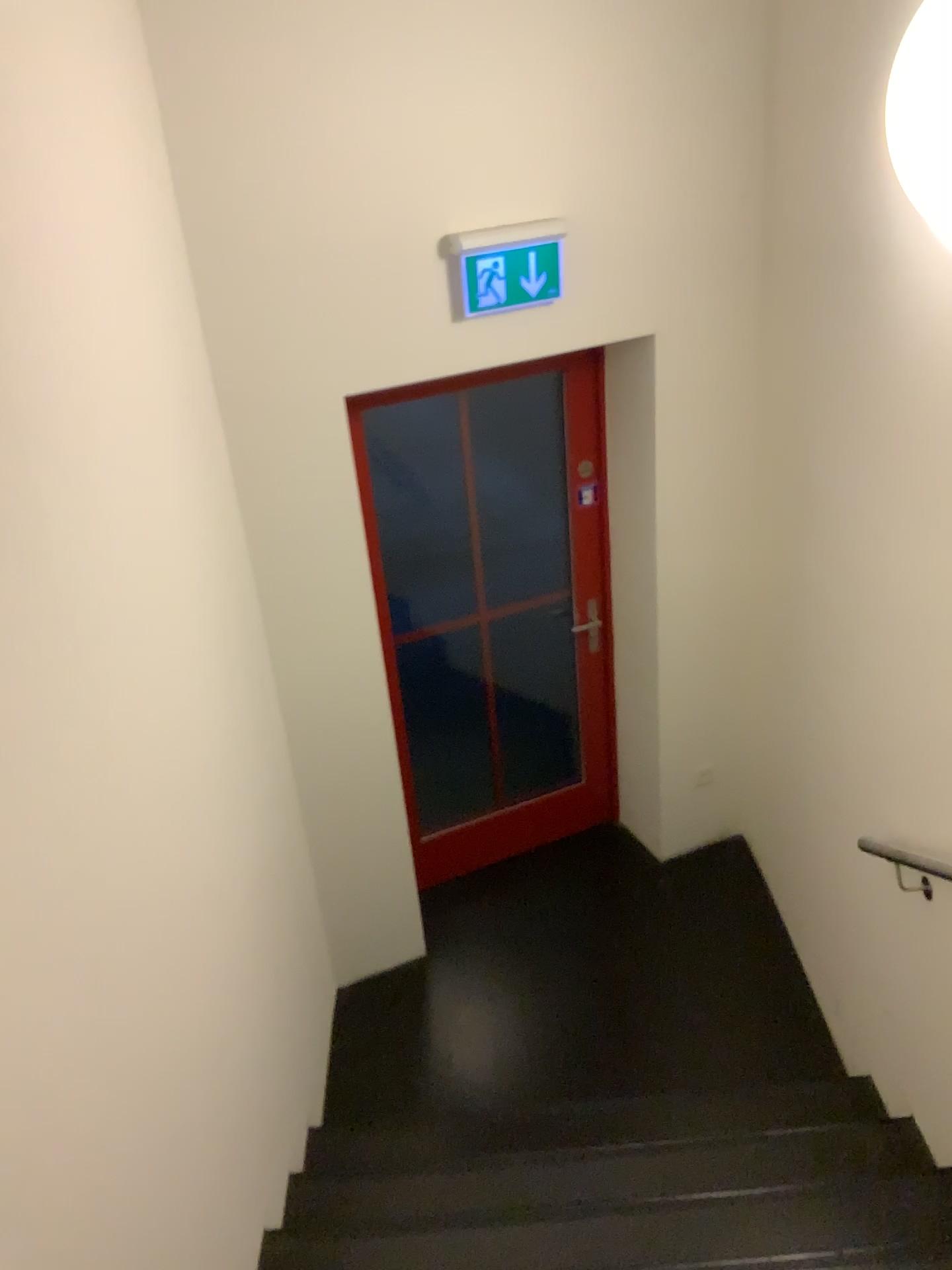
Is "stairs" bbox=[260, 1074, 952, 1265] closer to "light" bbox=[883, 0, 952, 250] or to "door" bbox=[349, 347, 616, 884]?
"door" bbox=[349, 347, 616, 884]

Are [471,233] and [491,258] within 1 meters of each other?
yes

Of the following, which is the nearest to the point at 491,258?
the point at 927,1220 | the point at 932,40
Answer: the point at 932,40

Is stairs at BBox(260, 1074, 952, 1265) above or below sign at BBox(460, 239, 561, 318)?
Result: below

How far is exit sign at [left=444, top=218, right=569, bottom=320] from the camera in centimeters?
298cm

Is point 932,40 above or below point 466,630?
above

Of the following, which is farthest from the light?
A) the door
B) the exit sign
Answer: the door

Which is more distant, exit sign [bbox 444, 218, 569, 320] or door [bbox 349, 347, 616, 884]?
door [bbox 349, 347, 616, 884]

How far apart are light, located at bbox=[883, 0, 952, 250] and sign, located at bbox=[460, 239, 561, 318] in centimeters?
123cm

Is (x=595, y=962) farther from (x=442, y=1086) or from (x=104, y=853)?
(x=104, y=853)
